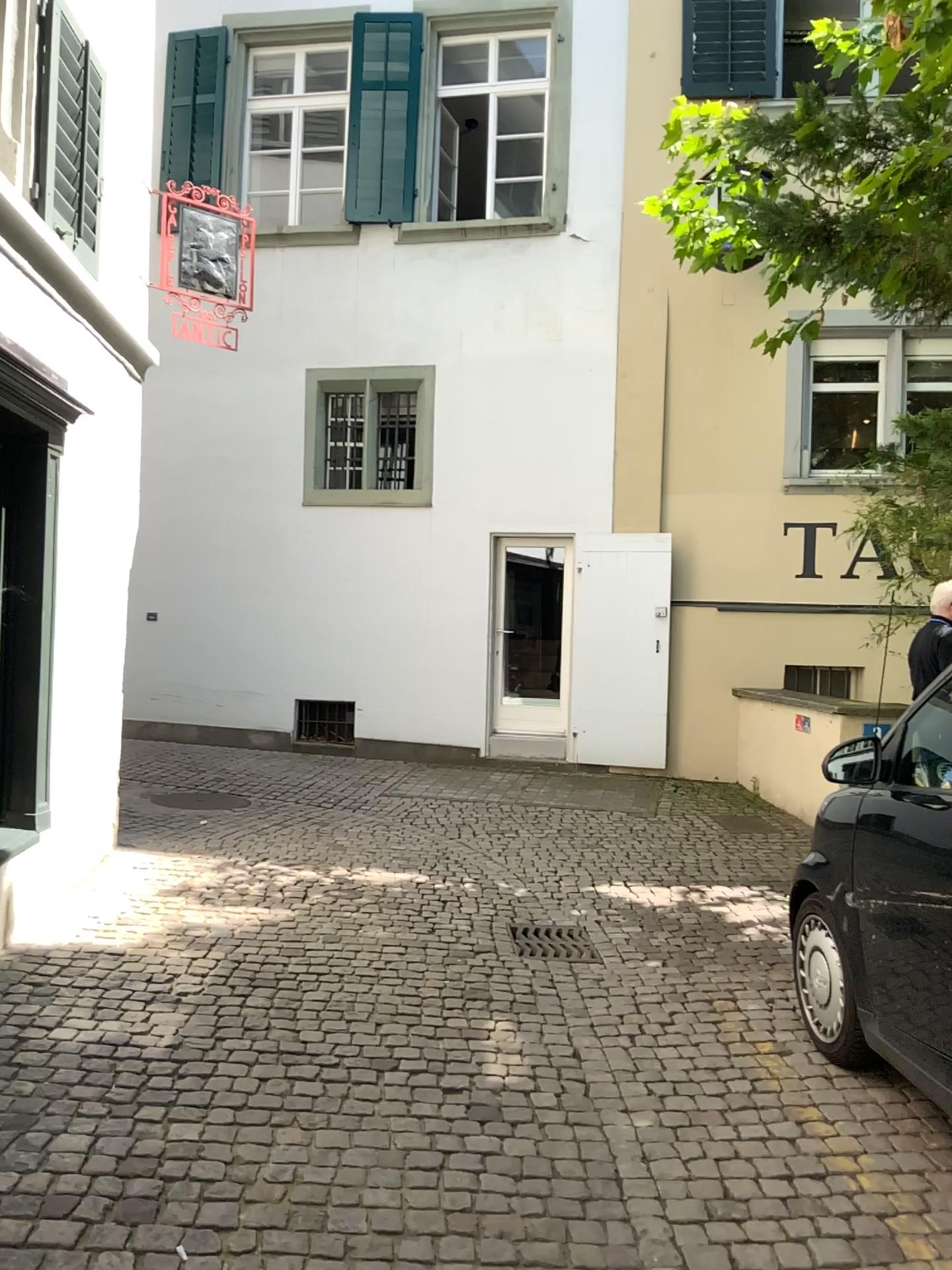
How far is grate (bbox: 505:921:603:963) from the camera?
4.71m

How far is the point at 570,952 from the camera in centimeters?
471cm

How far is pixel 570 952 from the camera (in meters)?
4.71

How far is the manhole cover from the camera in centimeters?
471cm

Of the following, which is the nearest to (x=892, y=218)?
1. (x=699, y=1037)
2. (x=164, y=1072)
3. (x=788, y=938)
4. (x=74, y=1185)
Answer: (x=788, y=938)
